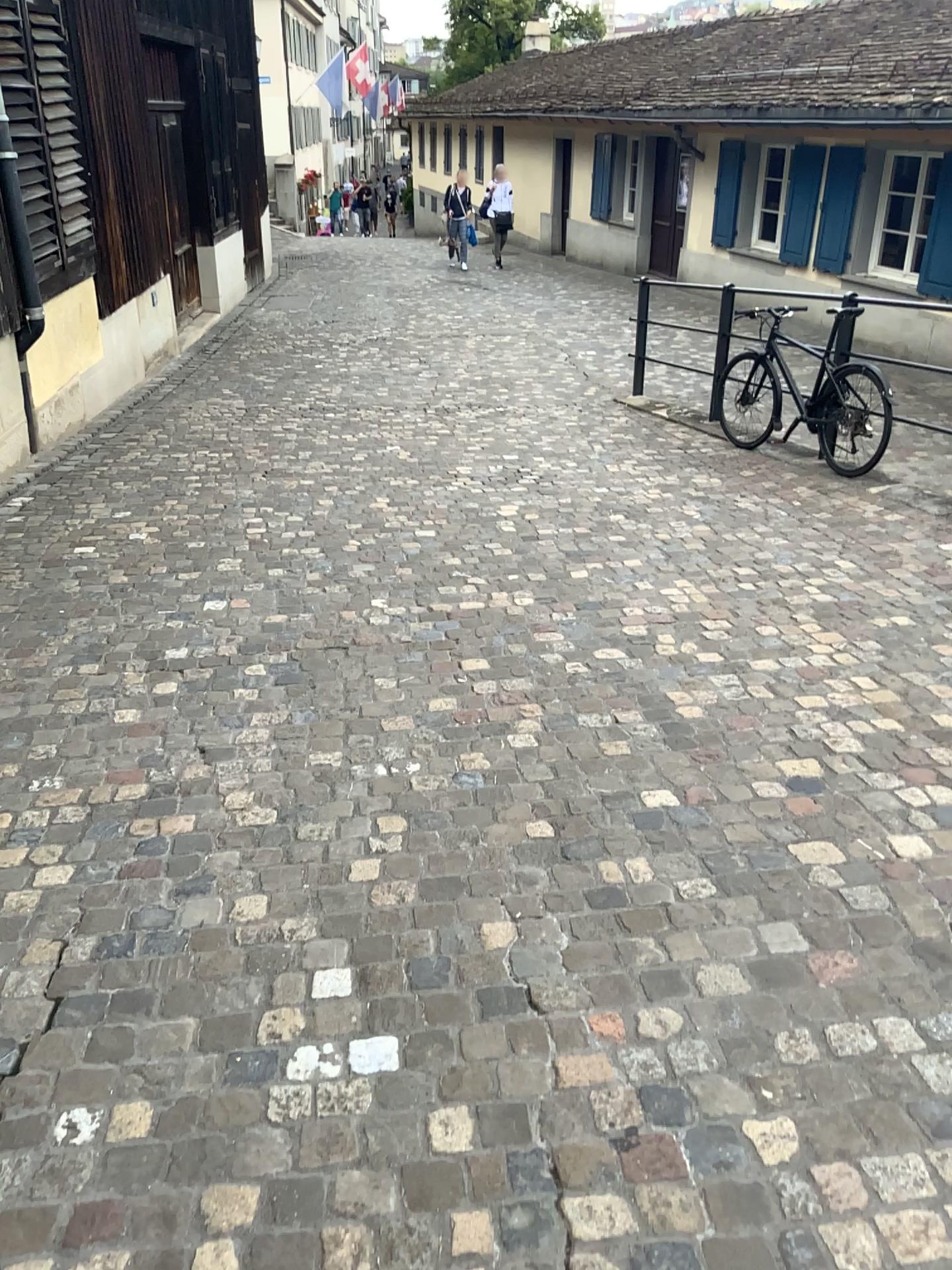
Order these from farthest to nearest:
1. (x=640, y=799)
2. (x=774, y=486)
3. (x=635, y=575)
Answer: (x=774, y=486), (x=635, y=575), (x=640, y=799)
